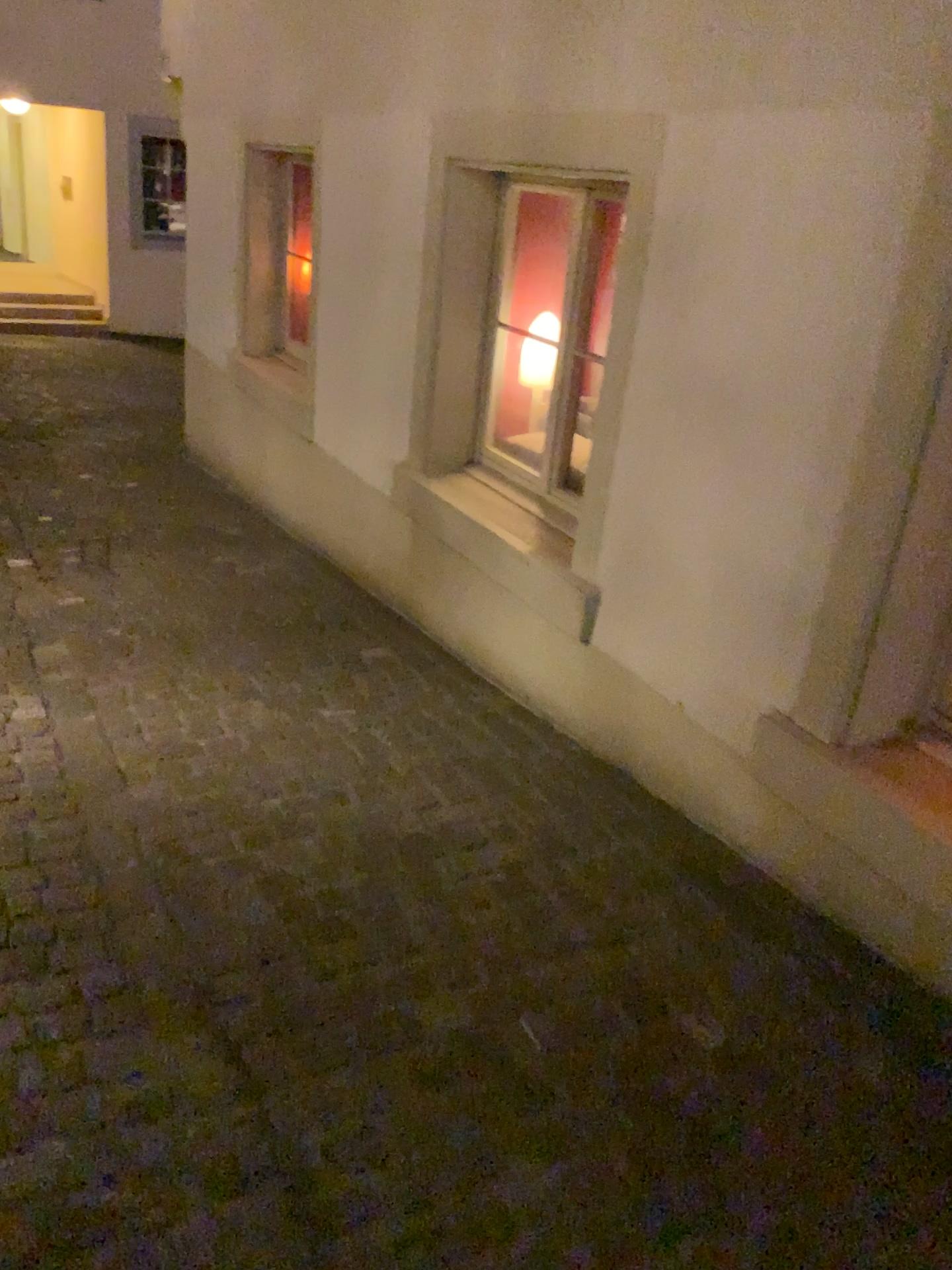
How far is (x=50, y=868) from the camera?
2.28m

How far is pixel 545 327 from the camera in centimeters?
342cm

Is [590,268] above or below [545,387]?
above

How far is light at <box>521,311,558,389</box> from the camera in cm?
342
